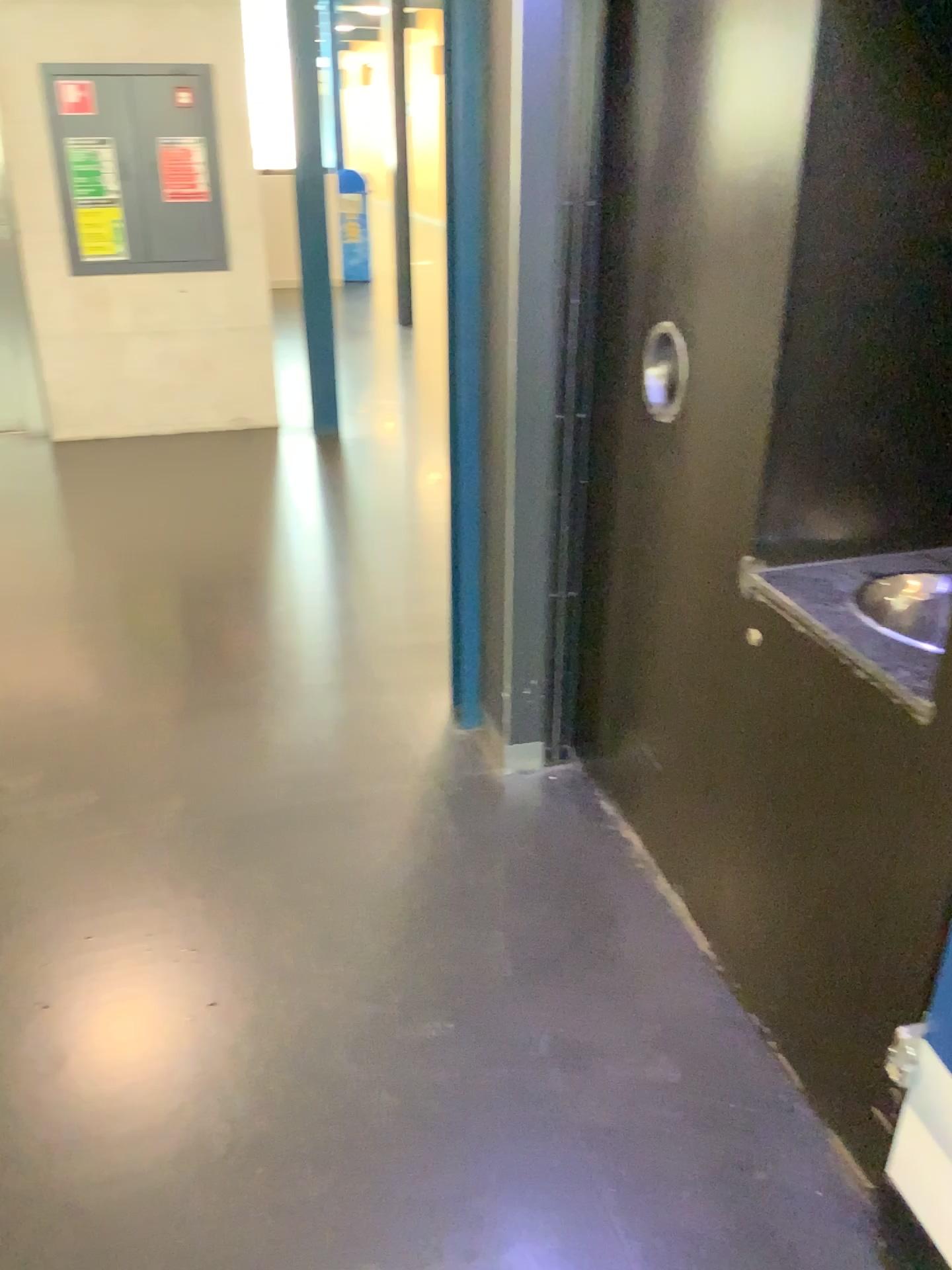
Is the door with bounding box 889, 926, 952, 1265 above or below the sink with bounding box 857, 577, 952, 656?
below

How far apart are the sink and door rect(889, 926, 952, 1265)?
0.5 meters

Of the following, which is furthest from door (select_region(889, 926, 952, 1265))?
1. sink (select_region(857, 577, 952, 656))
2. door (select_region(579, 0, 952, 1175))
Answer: sink (select_region(857, 577, 952, 656))

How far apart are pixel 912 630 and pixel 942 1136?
0.7 meters

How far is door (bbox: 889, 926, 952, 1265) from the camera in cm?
142

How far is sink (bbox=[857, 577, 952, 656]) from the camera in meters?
1.6 m

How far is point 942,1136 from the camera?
1.4 meters

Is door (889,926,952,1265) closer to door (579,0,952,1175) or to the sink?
door (579,0,952,1175)

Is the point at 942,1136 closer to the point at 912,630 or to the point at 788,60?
the point at 912,630

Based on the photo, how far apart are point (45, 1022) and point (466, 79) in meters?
2.0
